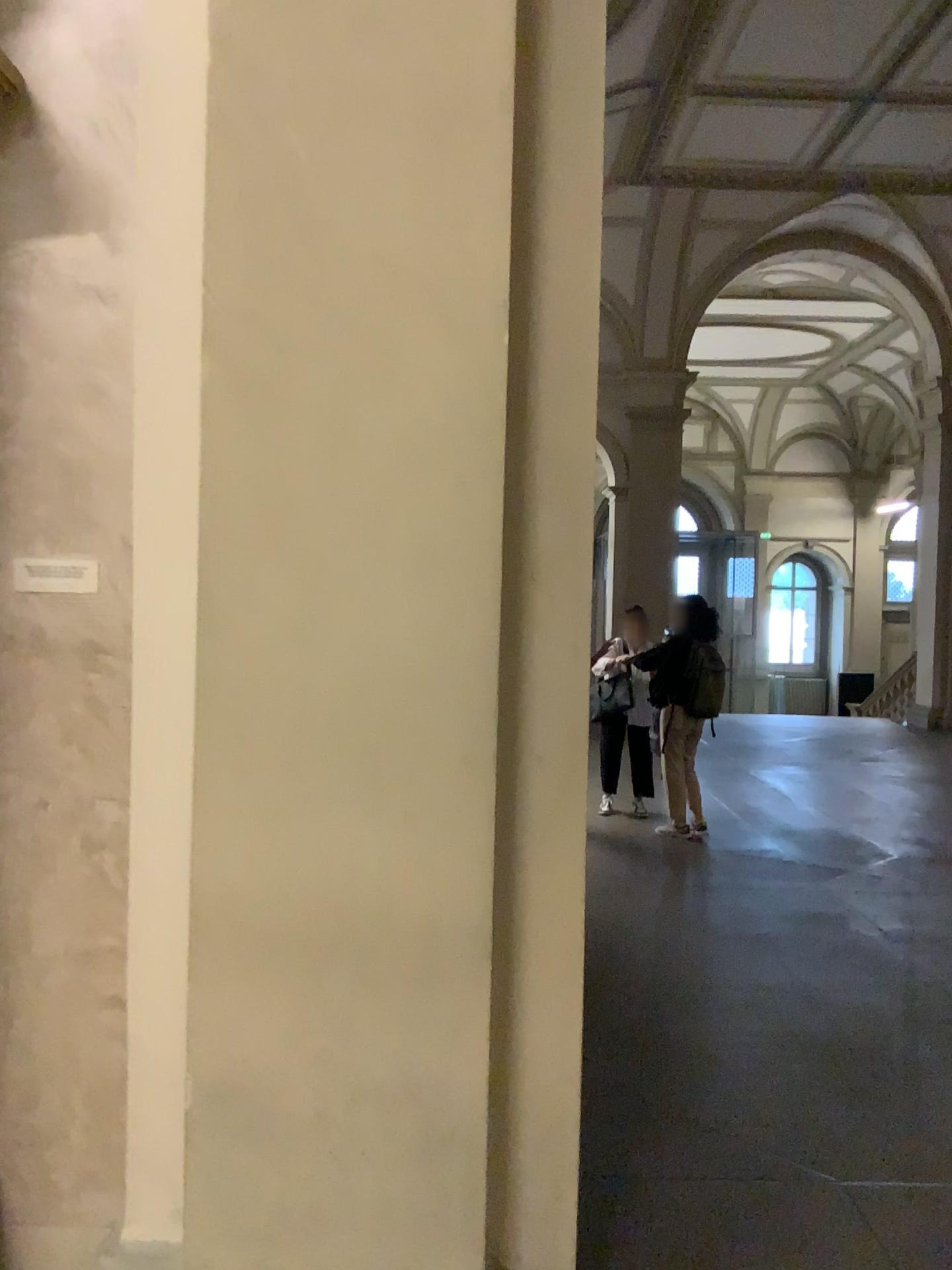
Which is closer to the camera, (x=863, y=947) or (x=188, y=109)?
(x=188, y=109)
